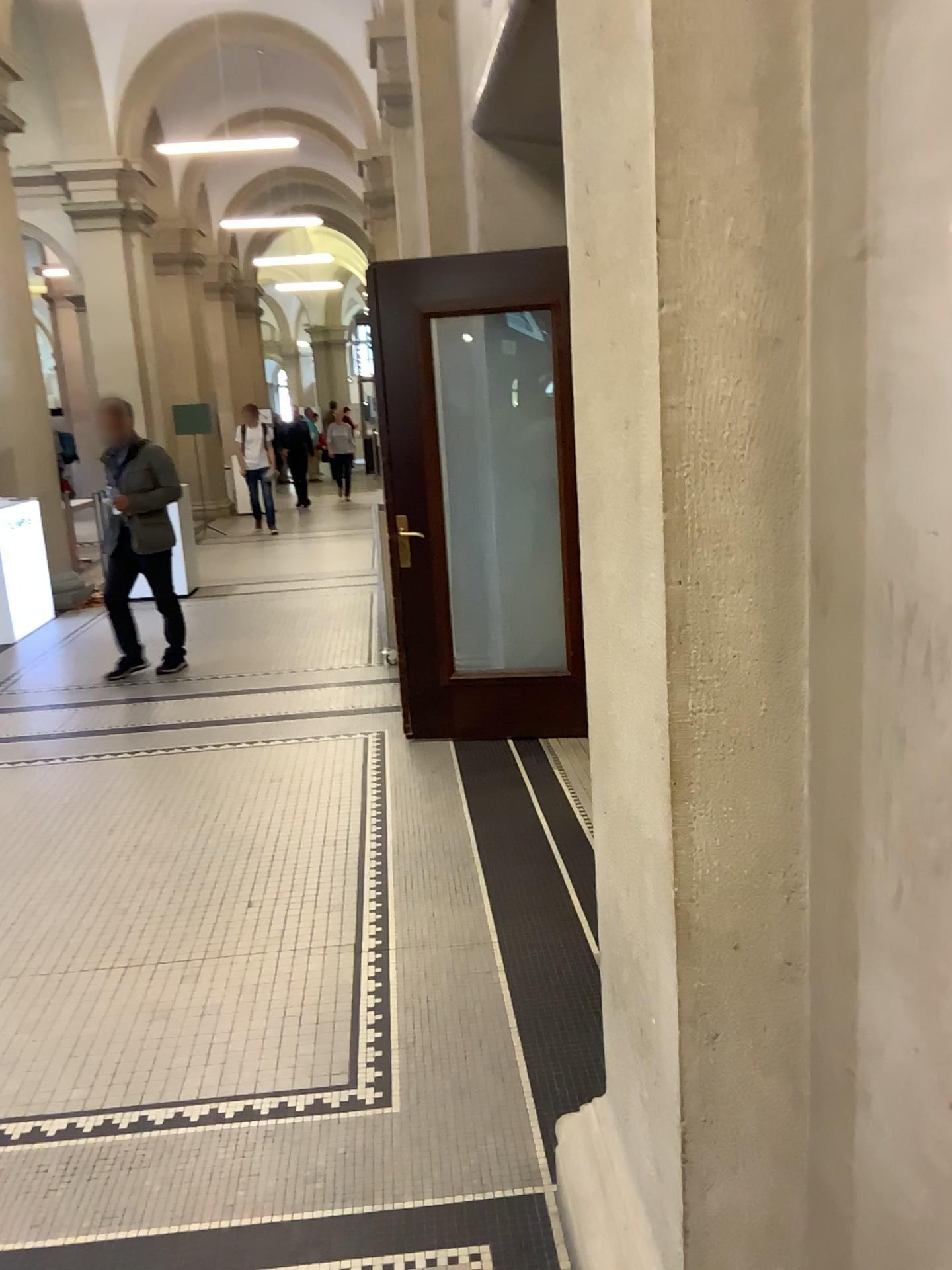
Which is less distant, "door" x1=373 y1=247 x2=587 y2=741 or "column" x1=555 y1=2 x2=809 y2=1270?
"column" x1=555 y1=2 x2=809 y2=1270

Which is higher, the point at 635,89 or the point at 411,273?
the point at 411,273

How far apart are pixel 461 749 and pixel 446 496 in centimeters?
118cm

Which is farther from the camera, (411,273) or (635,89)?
(411,273)
